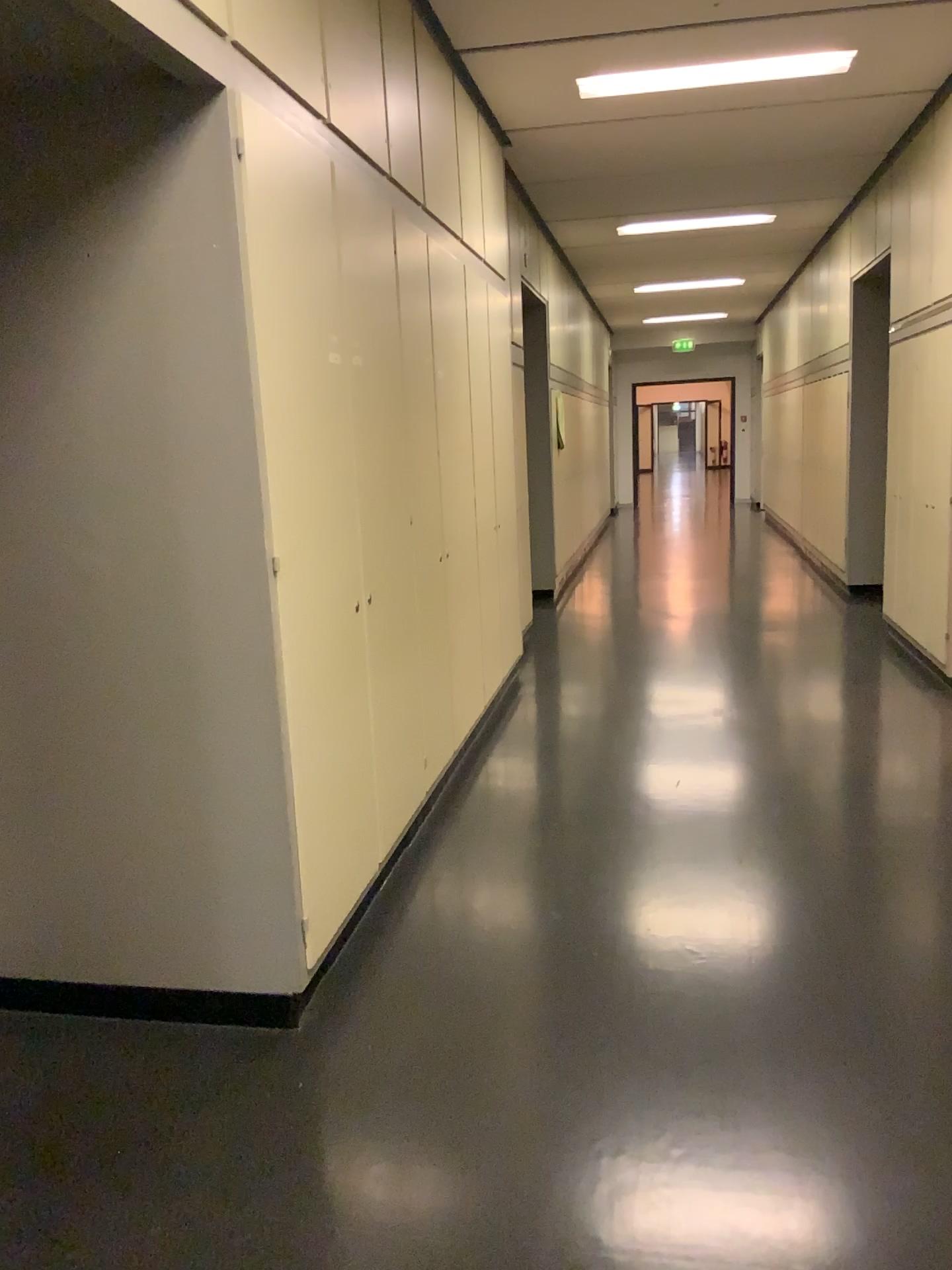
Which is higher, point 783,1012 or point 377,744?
point 377,744

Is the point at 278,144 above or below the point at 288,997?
above
